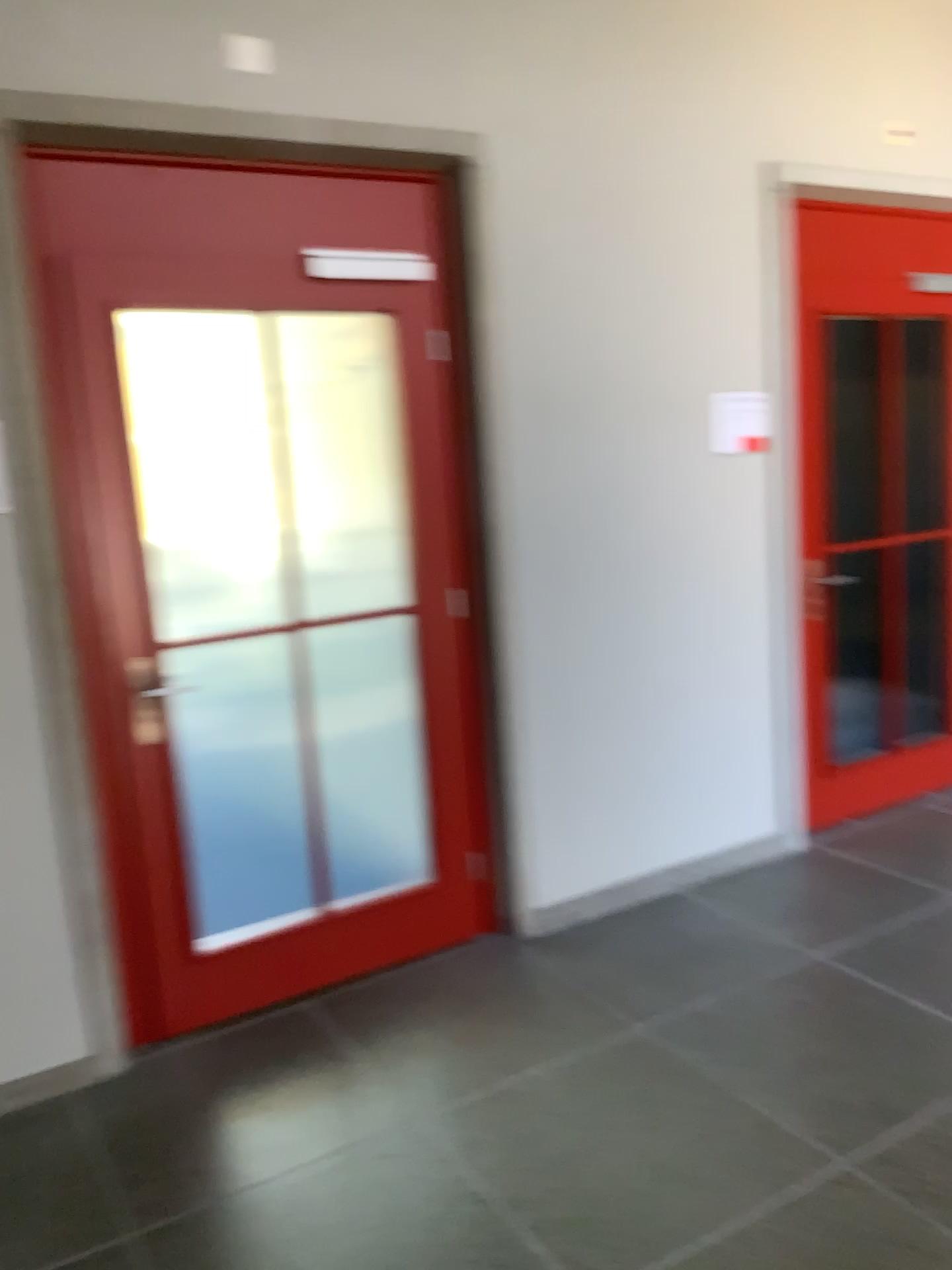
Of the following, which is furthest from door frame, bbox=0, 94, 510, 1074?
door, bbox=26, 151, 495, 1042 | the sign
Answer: the sign

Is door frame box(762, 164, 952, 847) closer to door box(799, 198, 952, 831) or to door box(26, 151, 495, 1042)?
door box(799, 198, 952, 831)

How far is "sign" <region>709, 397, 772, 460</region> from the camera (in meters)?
3.70

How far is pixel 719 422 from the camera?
3.70m

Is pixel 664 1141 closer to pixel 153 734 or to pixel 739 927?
pixel 739 927

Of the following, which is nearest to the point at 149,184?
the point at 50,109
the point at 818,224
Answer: the point at 50,109

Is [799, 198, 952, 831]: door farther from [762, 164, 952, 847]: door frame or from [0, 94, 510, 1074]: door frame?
[0, 94, 510, 1074]: door frame

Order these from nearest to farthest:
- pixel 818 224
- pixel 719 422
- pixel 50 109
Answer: pixel 50 109, pixel 719 422, pixel 818 224

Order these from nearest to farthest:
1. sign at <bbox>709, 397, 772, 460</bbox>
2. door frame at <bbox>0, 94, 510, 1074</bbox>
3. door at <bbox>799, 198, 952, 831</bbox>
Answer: door frame at <bbox>0, 94, 510, 1074</bbox>, sign at <bbox>709, 397, 772, 460</bbox>, door at <bbox>799, 198, 952, 831</bbox>

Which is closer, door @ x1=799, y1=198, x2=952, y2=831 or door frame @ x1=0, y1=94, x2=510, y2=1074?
door frame @ x1=0, y1=94, x2=510, y2=1074
